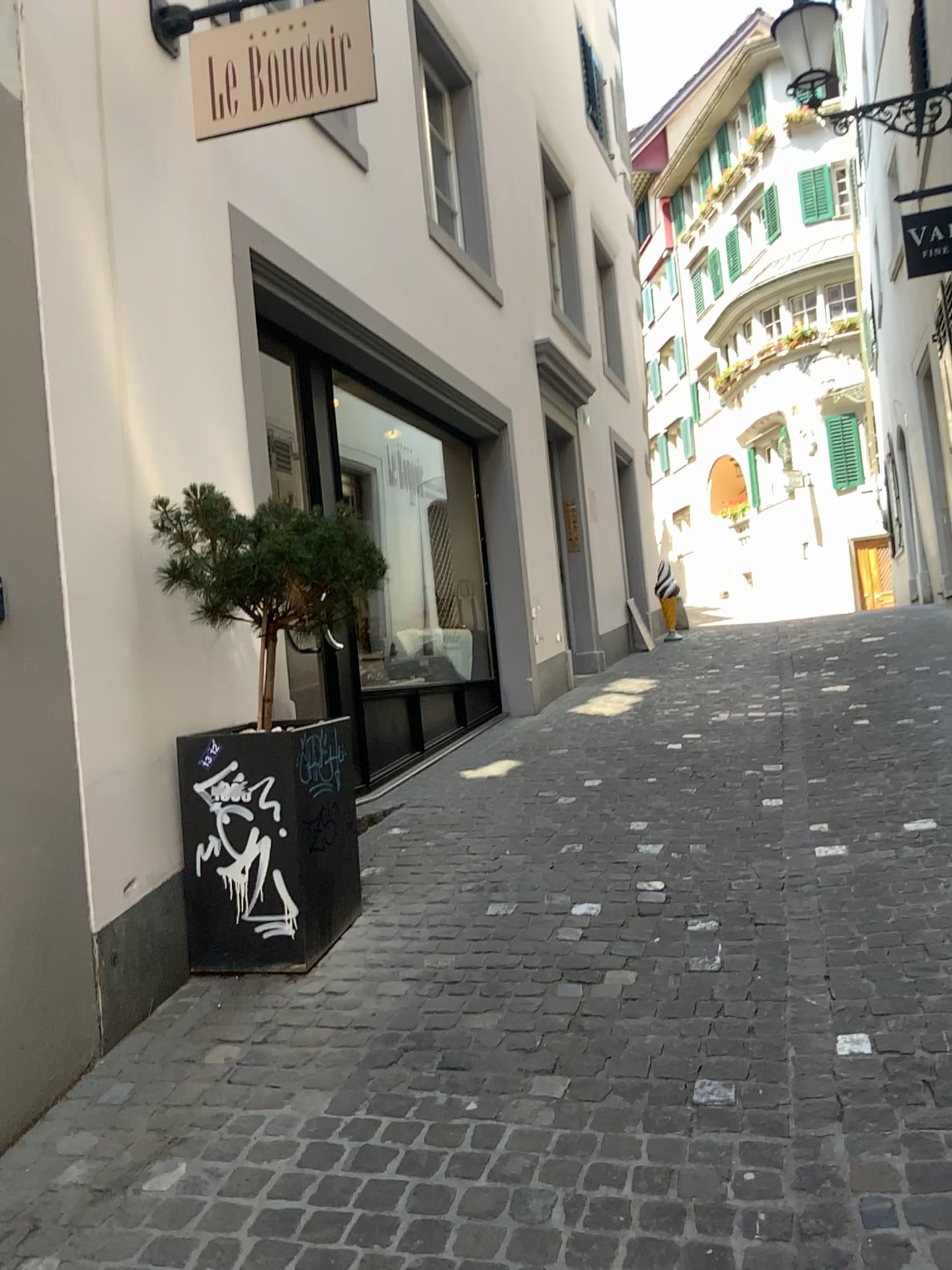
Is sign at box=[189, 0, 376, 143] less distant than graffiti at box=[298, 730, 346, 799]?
No

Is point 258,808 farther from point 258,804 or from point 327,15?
point 327,15

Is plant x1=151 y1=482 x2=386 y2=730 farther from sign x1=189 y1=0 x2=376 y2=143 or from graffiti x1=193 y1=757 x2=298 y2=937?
sign x1=189 y1=0 x2=376 y2=143

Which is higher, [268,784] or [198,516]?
[198,516]

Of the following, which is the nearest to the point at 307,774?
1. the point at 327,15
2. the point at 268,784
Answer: the point at 268,784

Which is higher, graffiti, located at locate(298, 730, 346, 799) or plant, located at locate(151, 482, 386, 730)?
plant, located at locate(151, 482, 386, 730)

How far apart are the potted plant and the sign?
1.4m

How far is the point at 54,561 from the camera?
2.88m

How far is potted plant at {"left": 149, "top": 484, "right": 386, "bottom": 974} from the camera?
3.3m

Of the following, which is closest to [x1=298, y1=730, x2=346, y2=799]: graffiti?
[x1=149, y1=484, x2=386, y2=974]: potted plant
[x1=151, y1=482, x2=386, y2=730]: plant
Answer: [x1=149, y1=484, x2=386, y2=974]: potted plant
